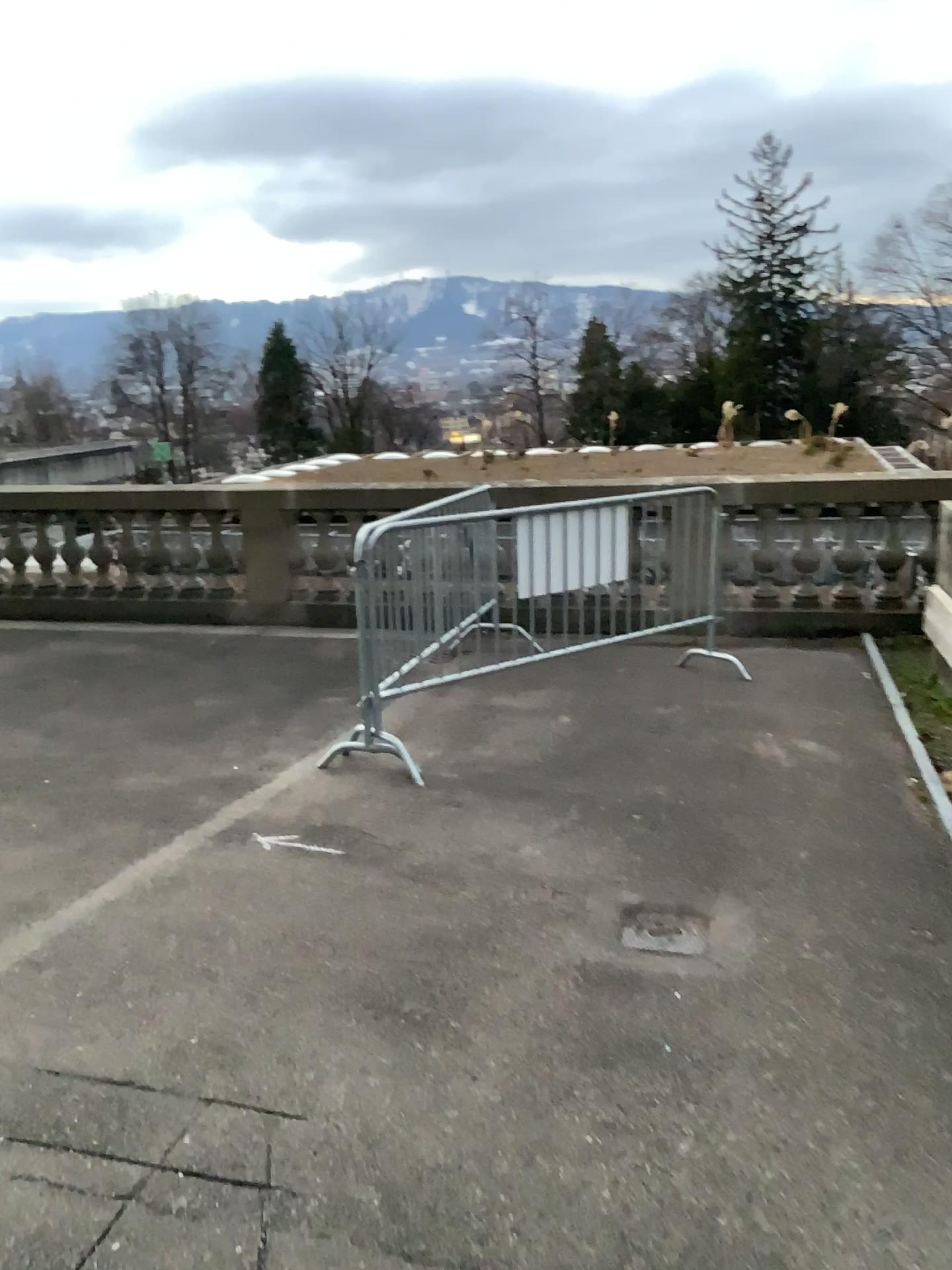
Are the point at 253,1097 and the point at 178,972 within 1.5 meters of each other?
yes

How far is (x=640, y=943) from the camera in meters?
3.3

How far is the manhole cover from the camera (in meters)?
3.27
